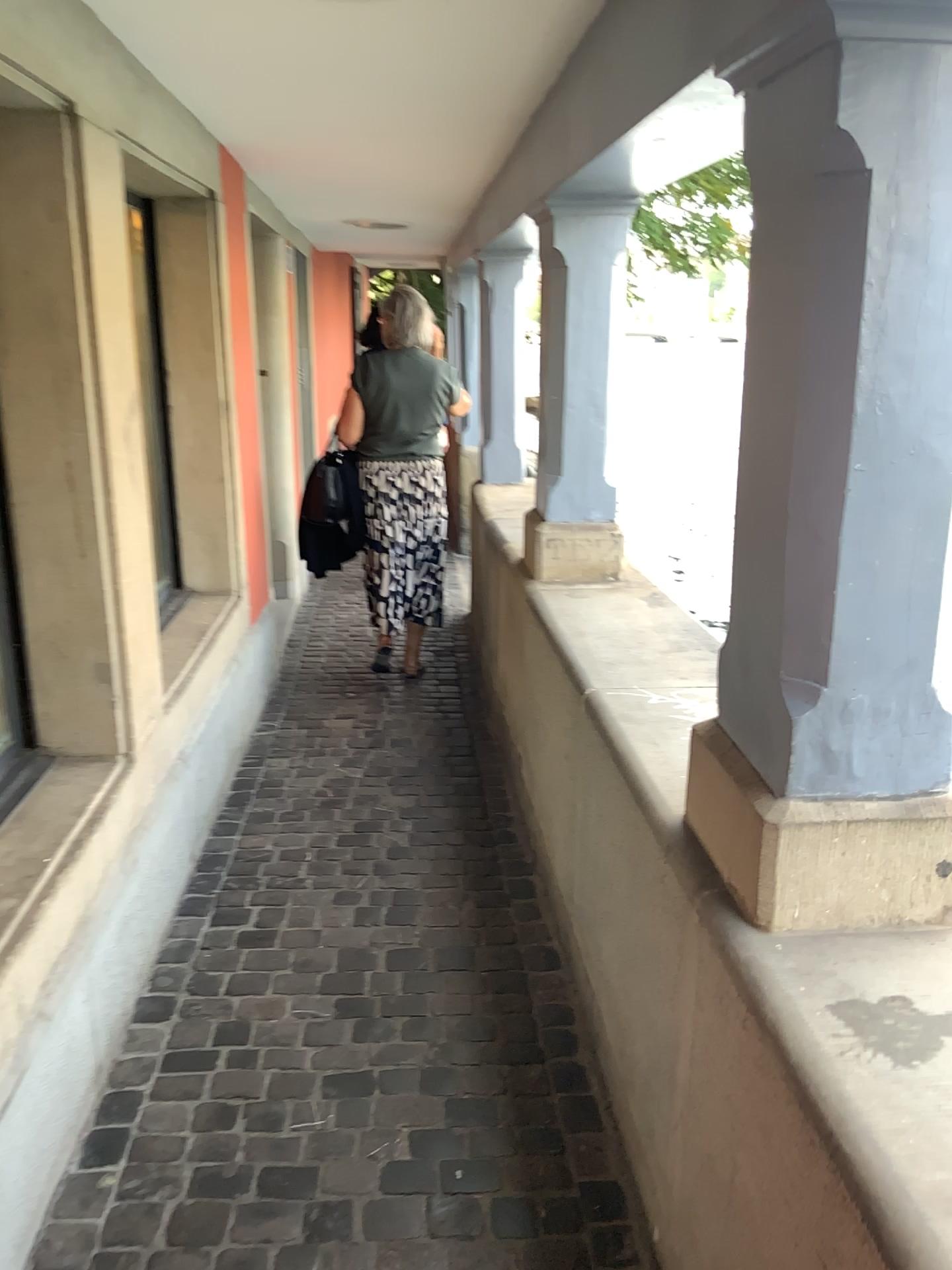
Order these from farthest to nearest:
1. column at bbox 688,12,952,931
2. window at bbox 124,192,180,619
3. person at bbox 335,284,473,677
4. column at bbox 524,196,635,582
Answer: person at bbox 335,284,473,677 < window at bbox 124,192,180,619 < column at bbox 524,196,635,582 < column at bbox 688,12,952,931

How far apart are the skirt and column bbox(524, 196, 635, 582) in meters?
1.2

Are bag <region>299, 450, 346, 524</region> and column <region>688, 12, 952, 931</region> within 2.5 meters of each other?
no

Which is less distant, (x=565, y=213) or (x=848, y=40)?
(x=848, y=40)

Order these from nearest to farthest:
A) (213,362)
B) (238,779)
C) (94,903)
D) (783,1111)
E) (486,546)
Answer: (783,1111) → (94,903) → (238,779) → (213,362) → (486,546)

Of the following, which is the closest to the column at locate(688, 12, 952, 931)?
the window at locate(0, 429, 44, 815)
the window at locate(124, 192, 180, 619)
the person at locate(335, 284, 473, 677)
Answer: the window at locate(0, 429, 44, 815)

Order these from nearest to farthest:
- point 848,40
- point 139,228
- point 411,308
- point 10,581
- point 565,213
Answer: point 848,40 < point 10,581 < point 565,213 < point 139,228 < point 411,308

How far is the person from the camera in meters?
4.3 m

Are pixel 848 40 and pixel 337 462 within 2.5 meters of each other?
no

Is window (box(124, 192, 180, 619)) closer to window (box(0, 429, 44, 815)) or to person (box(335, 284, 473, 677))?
person (box(335, 284, 473, 677))
